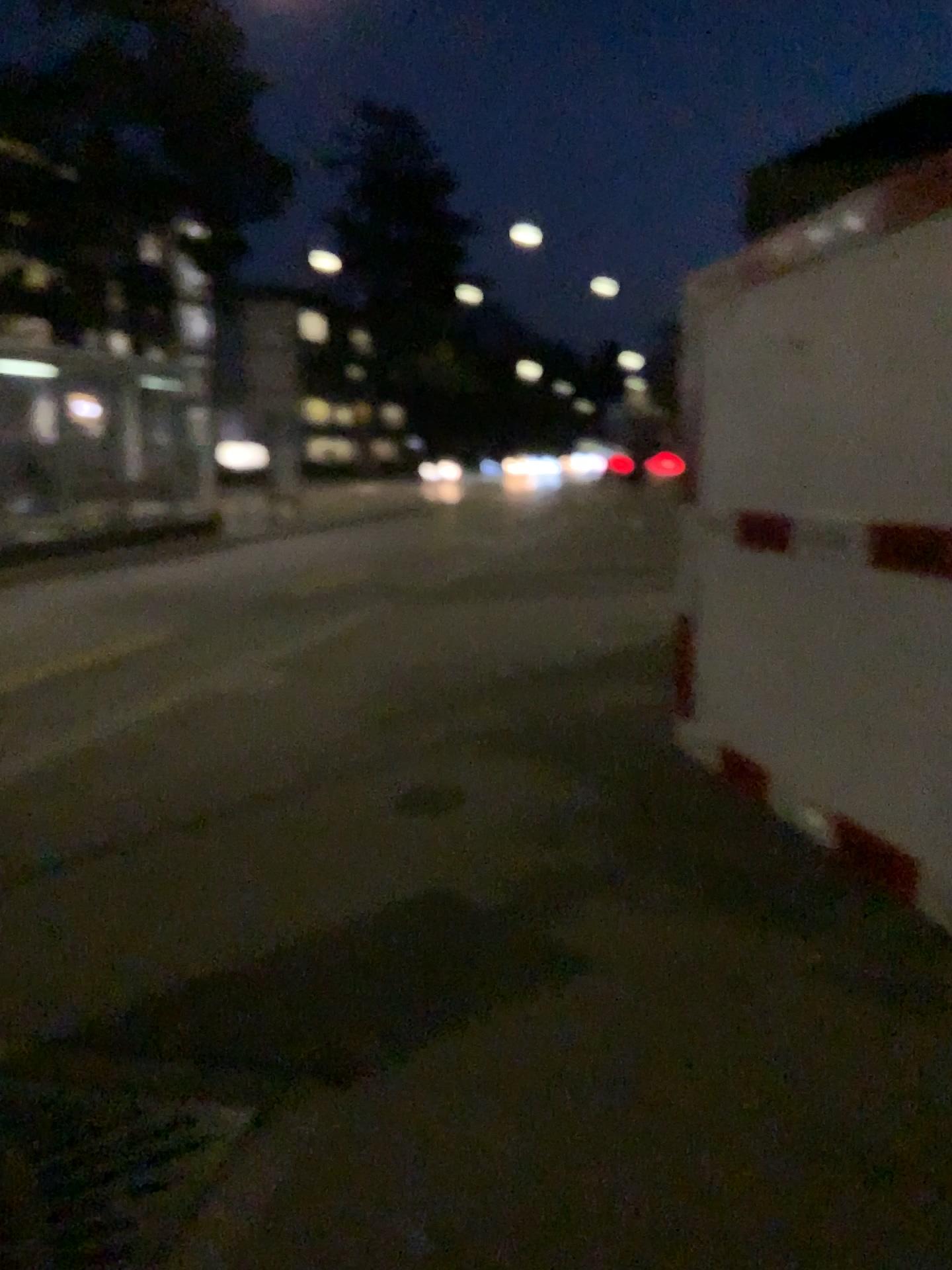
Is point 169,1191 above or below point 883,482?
below
